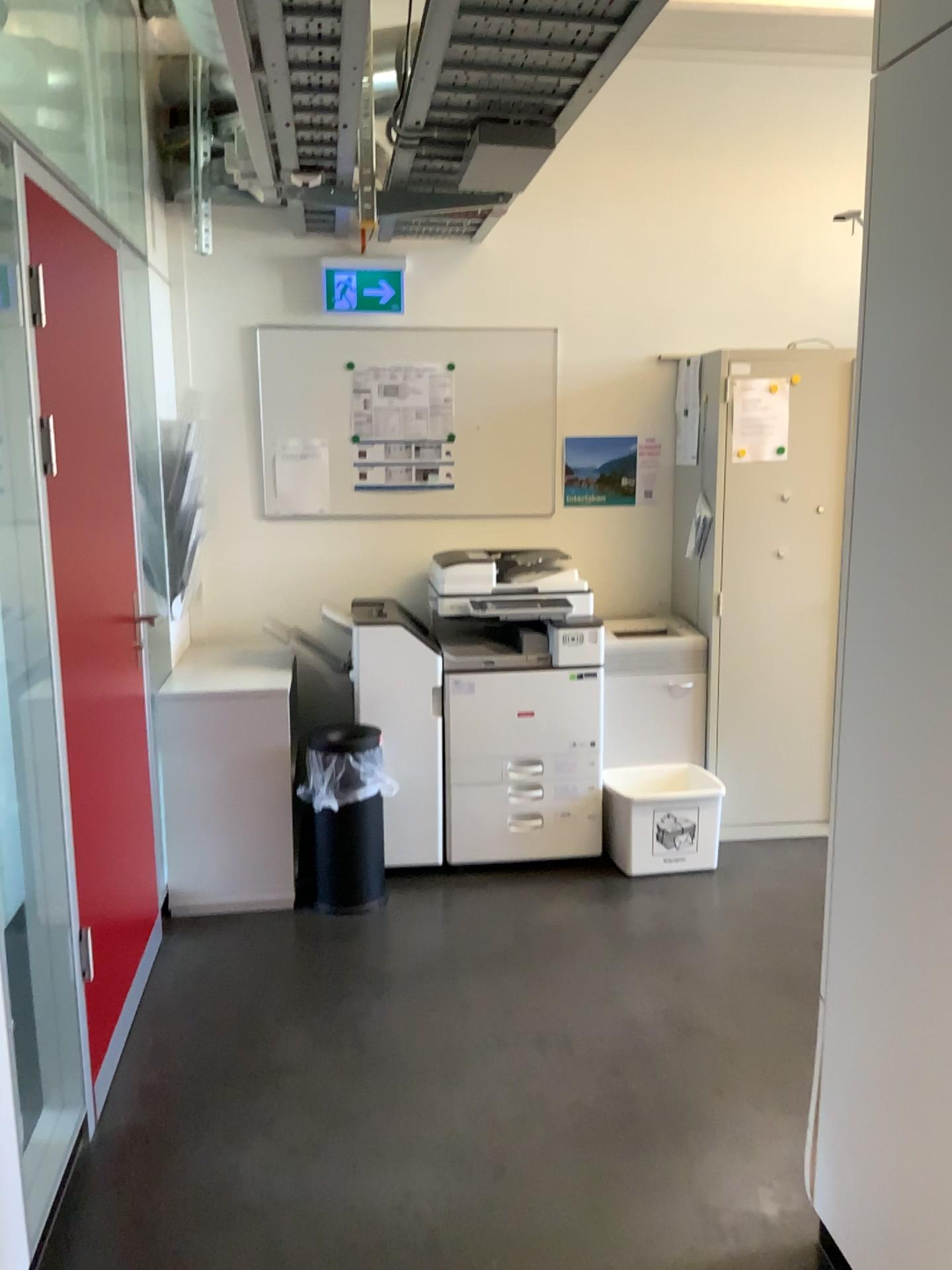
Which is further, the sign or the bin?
the sign

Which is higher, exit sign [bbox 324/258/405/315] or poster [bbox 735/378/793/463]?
exit sign [bbox 324/258/405/315]

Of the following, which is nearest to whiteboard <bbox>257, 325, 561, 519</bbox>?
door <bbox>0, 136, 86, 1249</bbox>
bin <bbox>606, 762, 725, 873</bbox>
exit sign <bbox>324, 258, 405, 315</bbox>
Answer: exit sign <bbox>324, 258, 405, 315</bbox>

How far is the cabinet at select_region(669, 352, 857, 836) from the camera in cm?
396

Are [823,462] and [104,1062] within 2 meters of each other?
no

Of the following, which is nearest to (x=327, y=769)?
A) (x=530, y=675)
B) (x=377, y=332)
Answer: (x=530, y=675)

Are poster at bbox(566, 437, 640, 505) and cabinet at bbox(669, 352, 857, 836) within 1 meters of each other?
yes

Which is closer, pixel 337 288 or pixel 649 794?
pixel 649 794

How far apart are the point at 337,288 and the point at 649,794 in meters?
2.3 m

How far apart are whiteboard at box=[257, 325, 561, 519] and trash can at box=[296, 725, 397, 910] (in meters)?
1.04
